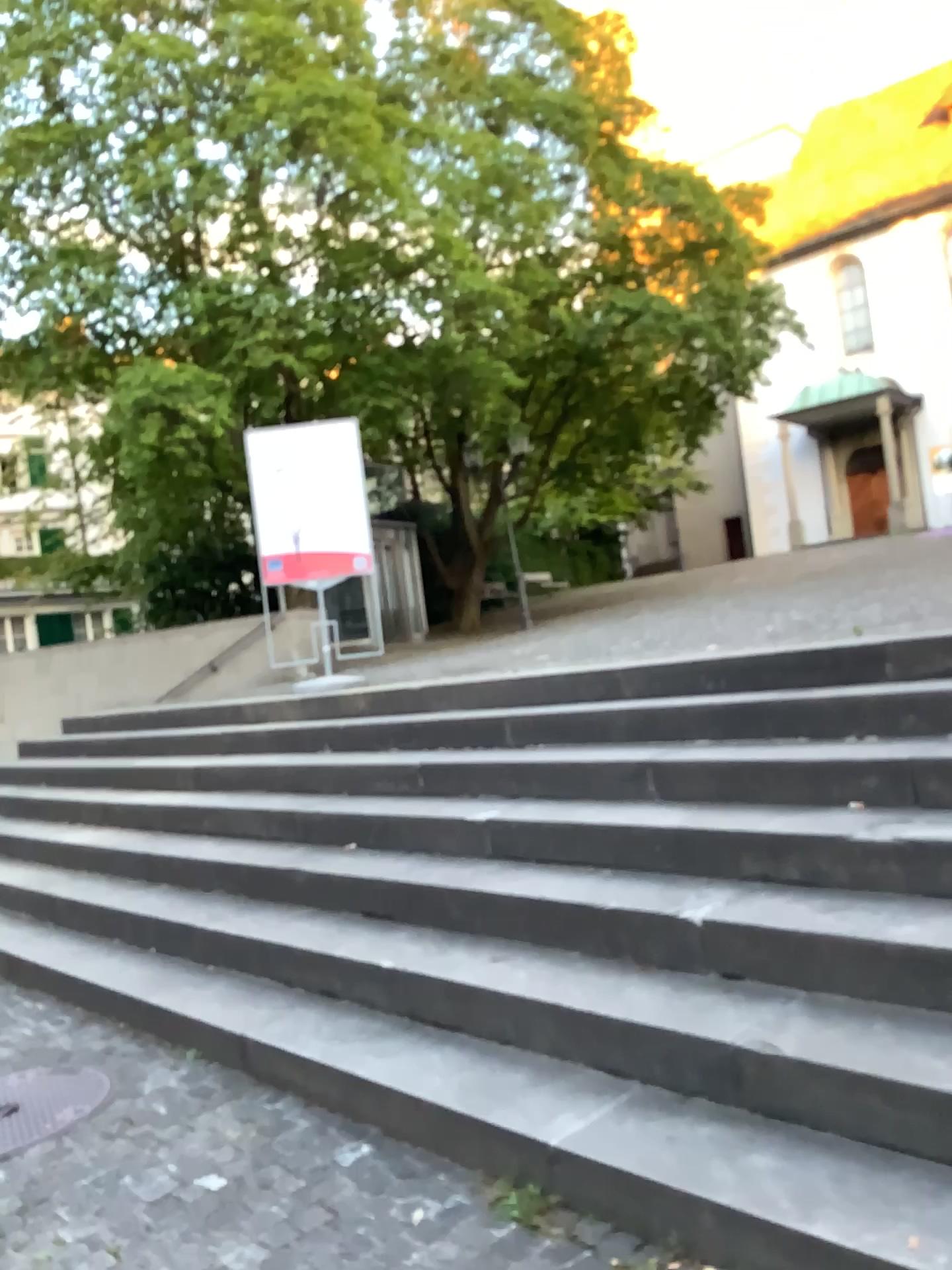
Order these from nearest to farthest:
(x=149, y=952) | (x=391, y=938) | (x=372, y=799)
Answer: (x=391, y=938)
(x=149, y=952)
(x=372, y=799)
